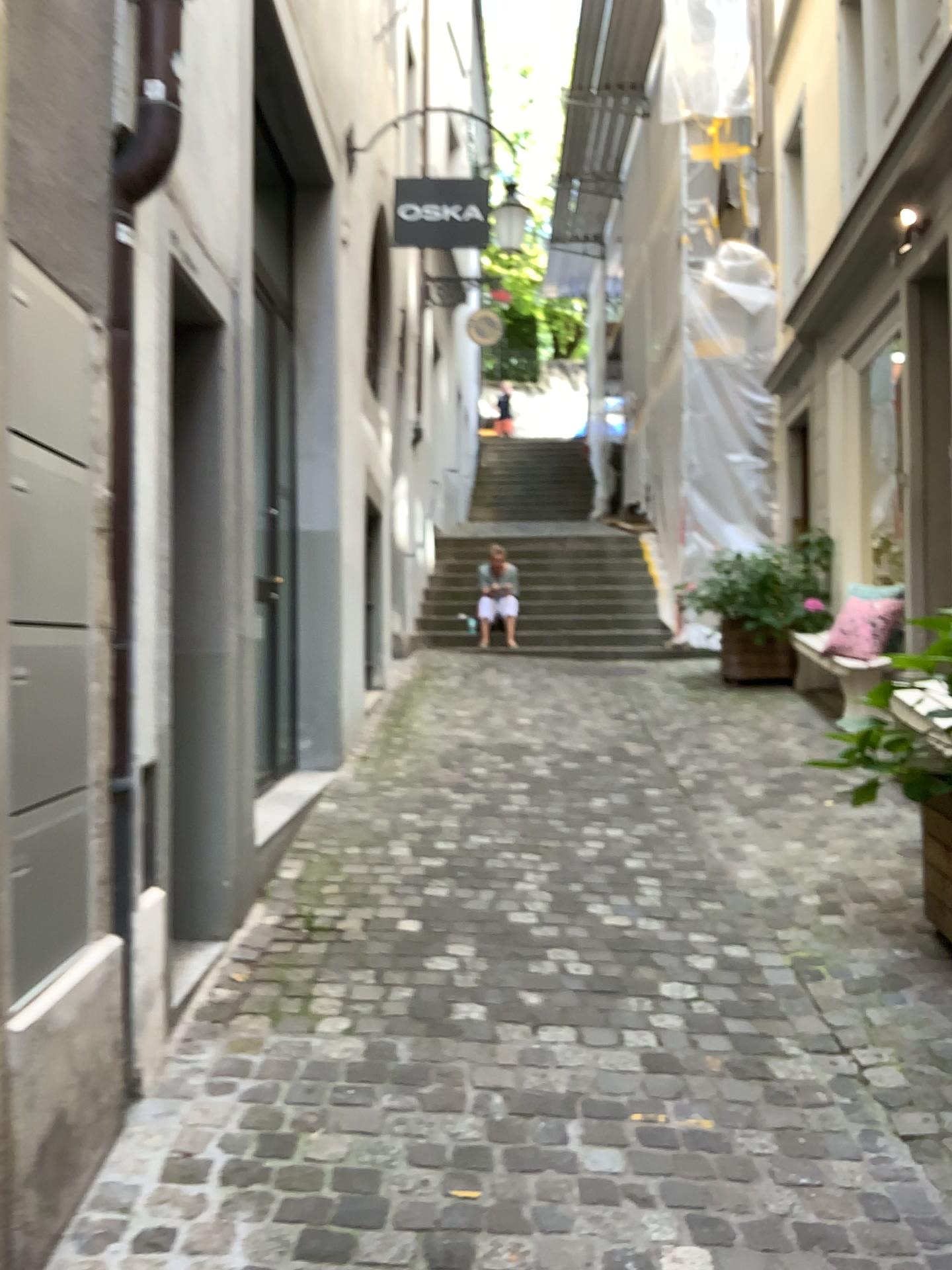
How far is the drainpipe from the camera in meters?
2.3 m

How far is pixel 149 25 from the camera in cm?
229

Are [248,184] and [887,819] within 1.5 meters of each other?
no
